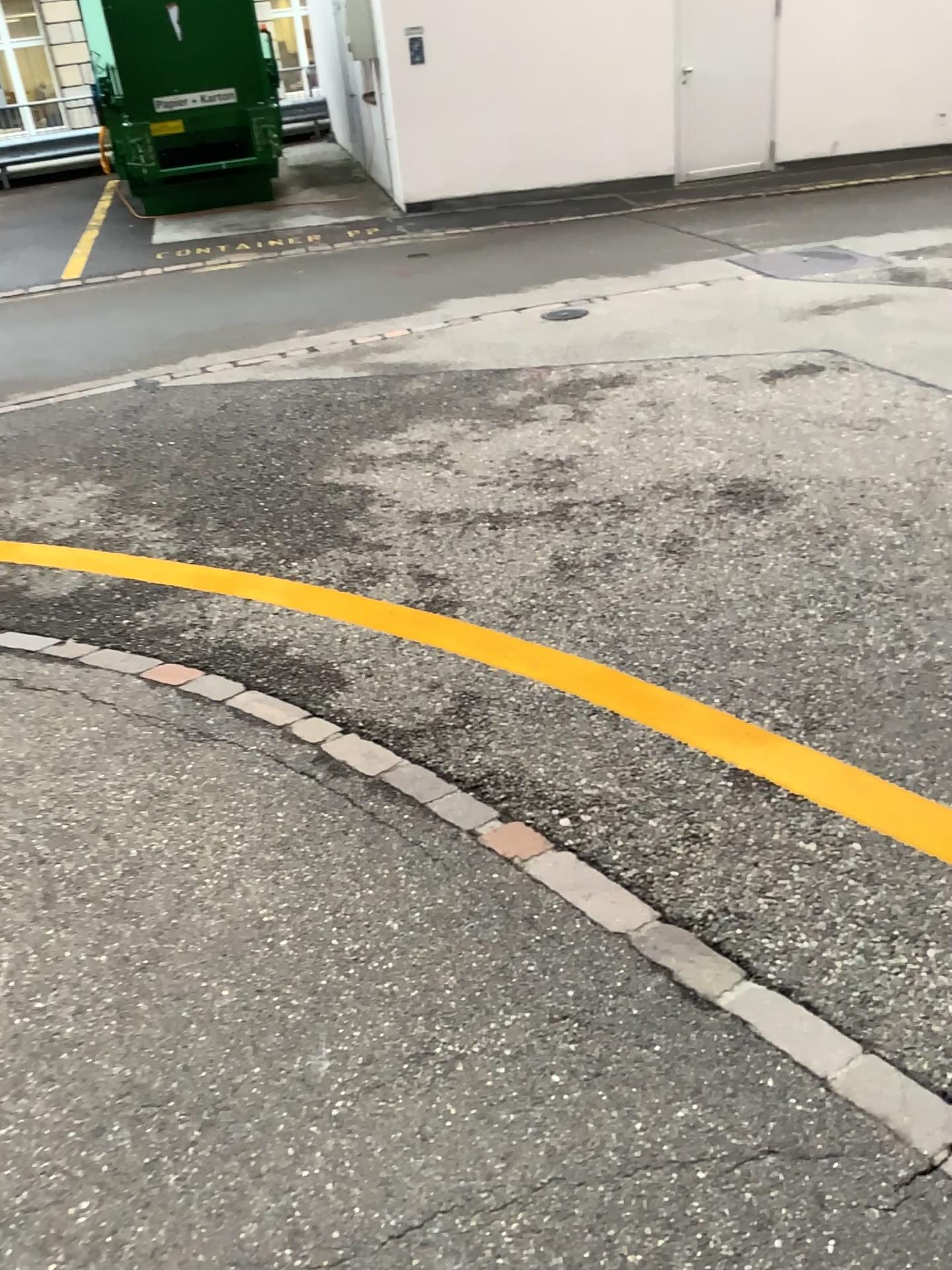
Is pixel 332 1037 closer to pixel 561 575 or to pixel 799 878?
pixel 799 878
